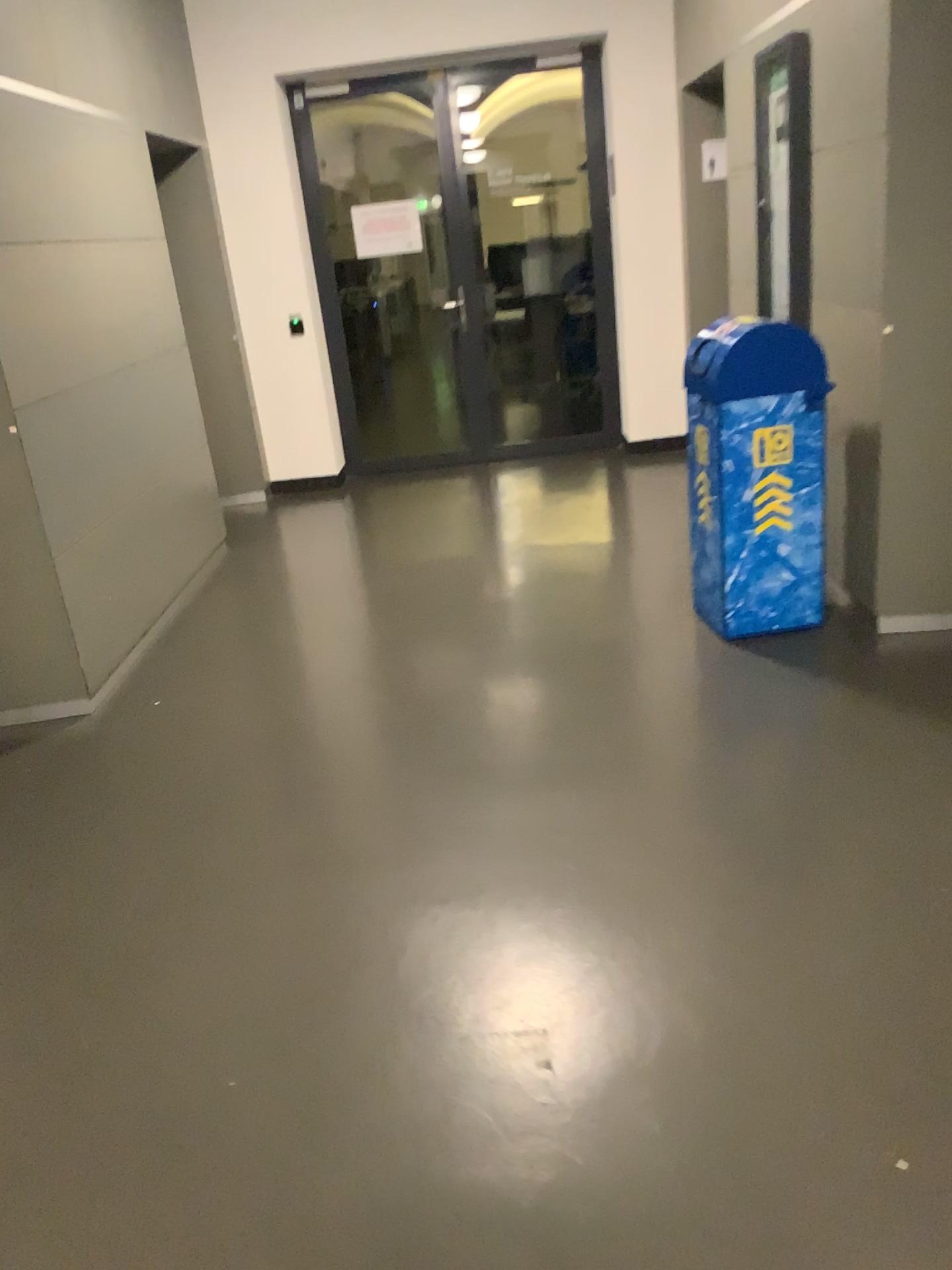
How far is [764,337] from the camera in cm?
342

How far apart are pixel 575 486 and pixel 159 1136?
4.44m

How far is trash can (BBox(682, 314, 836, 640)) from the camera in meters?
3.4
